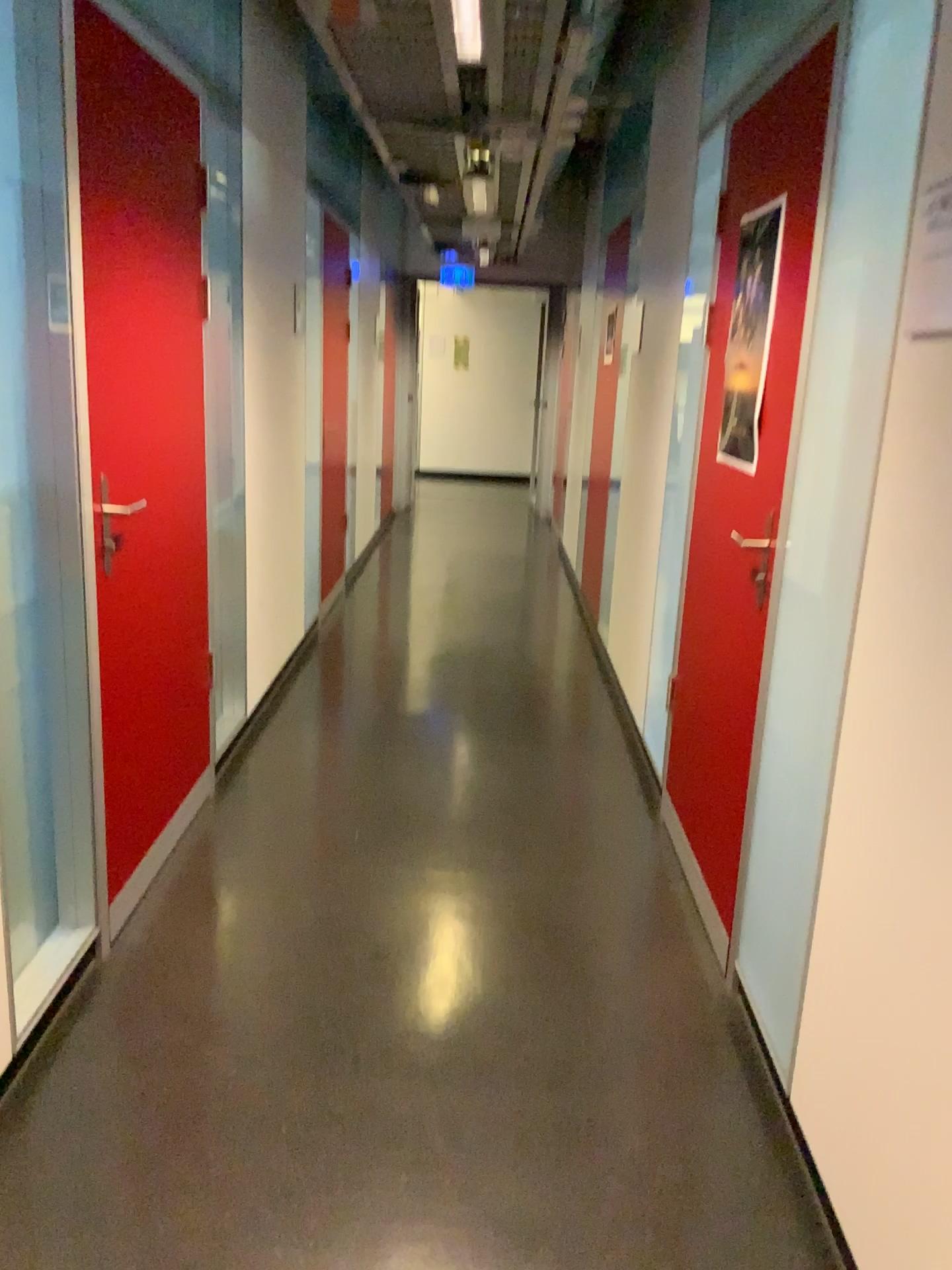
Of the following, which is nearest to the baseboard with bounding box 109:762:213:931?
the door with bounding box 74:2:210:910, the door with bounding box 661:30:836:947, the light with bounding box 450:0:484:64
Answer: the door with bounding box 74:2:210:910

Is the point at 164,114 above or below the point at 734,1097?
above

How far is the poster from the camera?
2.59m

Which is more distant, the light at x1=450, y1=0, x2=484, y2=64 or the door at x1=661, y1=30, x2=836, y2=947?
the light at x1=450, y1=0, x2=484, y2=64

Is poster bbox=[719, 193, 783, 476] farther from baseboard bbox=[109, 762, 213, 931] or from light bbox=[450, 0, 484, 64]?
baseboard bbox=[109, 762, 213, 931]

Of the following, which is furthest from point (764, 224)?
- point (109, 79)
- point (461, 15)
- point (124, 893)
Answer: point (124, 893)

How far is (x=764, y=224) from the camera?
2.6m

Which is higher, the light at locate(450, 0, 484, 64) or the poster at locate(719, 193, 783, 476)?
the light at locate(450, 0, 484, 64)

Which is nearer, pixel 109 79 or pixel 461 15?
pixel 109 79

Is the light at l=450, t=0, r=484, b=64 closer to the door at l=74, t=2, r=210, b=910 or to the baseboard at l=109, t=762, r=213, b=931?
the door at l=74, t=2, r=210, b=910
